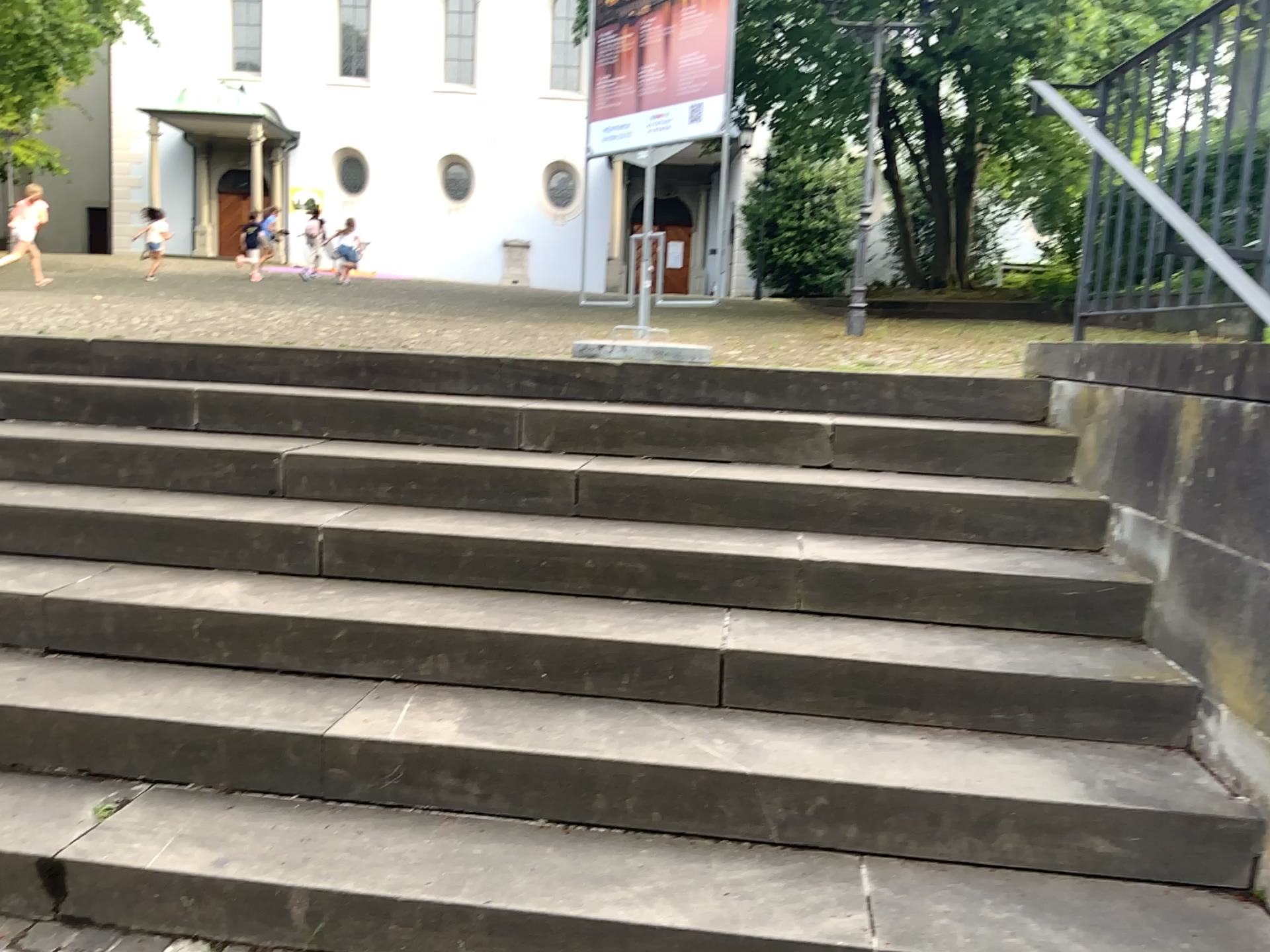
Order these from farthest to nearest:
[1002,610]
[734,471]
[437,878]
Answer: [734,471]
[1002,610]
[437,878]
